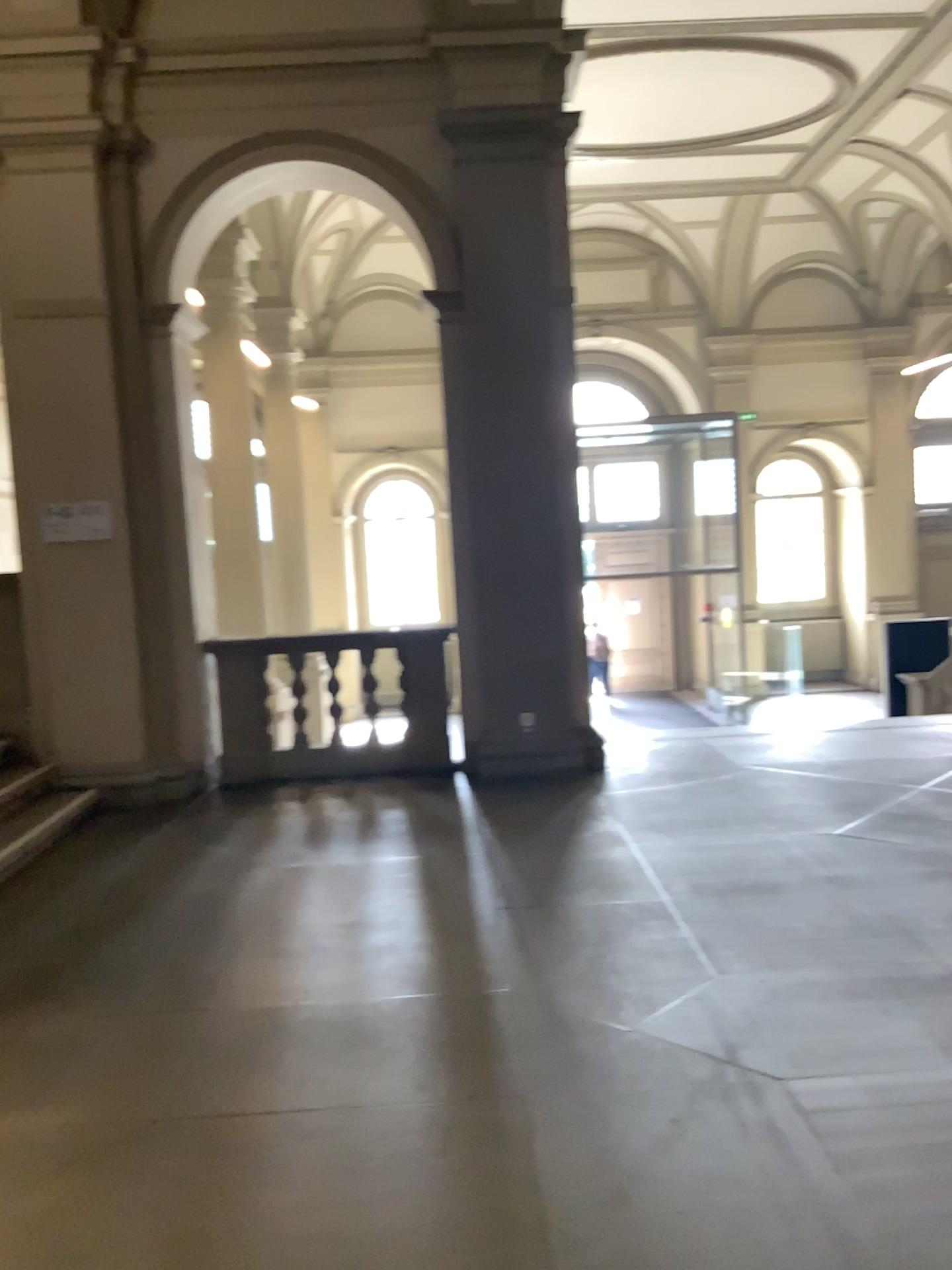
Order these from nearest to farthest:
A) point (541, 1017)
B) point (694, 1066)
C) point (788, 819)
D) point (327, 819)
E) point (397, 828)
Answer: point (694, 1066)
point (541, 1017)
point (788, 819)
point (397, 828)
point (327, 819)
